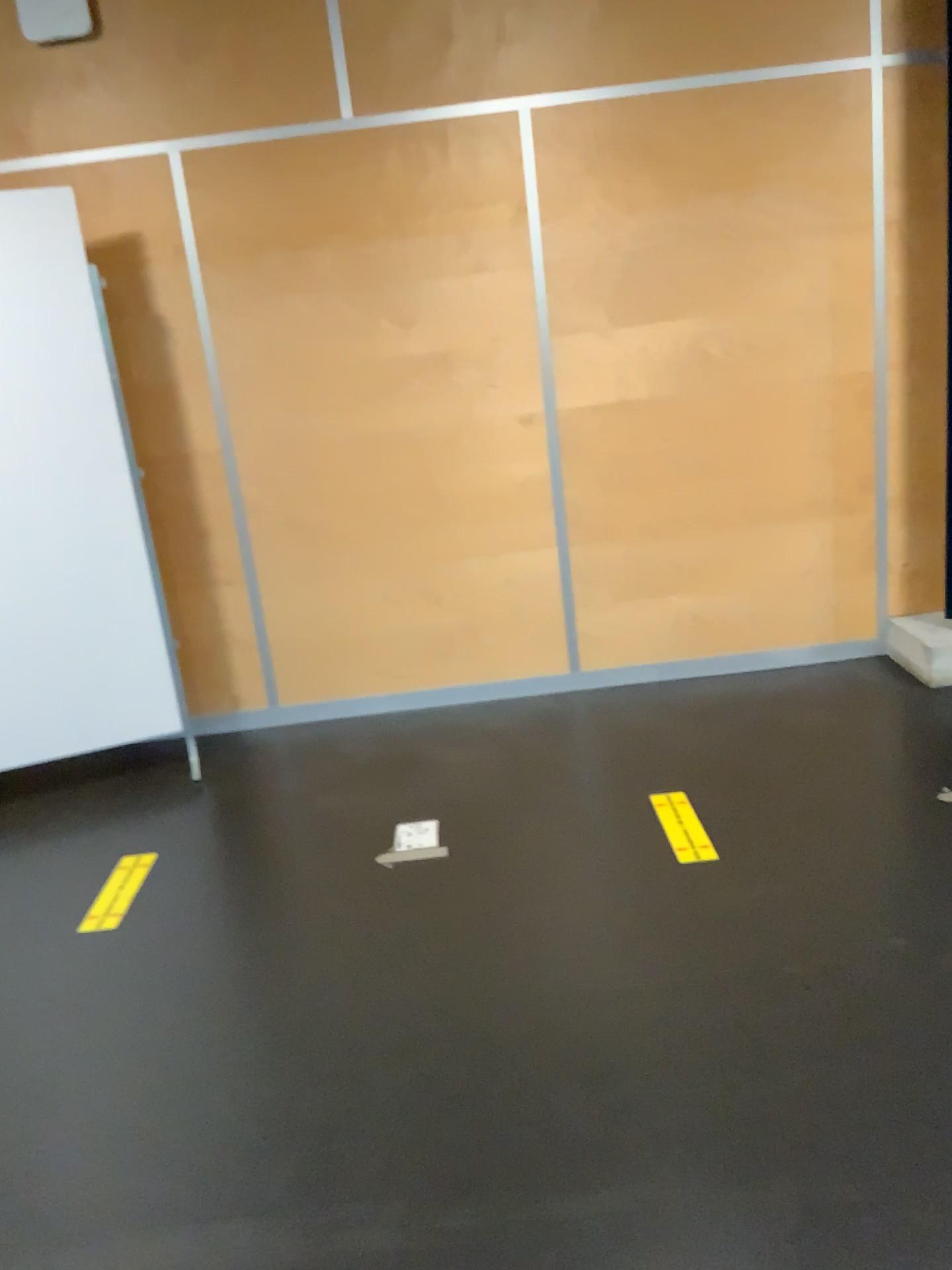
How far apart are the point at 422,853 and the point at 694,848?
0.75m

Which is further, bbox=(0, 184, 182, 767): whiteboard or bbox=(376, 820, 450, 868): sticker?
bbox=(0, 184, 182, 767): whiteboard

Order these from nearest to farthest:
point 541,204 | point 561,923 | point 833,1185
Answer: point 833,1185, point 561,923, point 541,204

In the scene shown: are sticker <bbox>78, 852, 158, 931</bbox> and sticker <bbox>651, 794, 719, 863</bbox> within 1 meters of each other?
no

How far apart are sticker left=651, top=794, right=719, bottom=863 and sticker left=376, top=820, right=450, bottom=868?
0.6 meters

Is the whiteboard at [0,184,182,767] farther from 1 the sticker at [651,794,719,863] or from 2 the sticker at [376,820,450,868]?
1 the sticker at [651,794,719,863]

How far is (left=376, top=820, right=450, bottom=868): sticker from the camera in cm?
298

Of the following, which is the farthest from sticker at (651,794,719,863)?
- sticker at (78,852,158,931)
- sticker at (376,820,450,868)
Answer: sticker at (78,852,158,931)

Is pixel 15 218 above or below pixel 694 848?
above

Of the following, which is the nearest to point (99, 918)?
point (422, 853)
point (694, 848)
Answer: point (422, 853)
